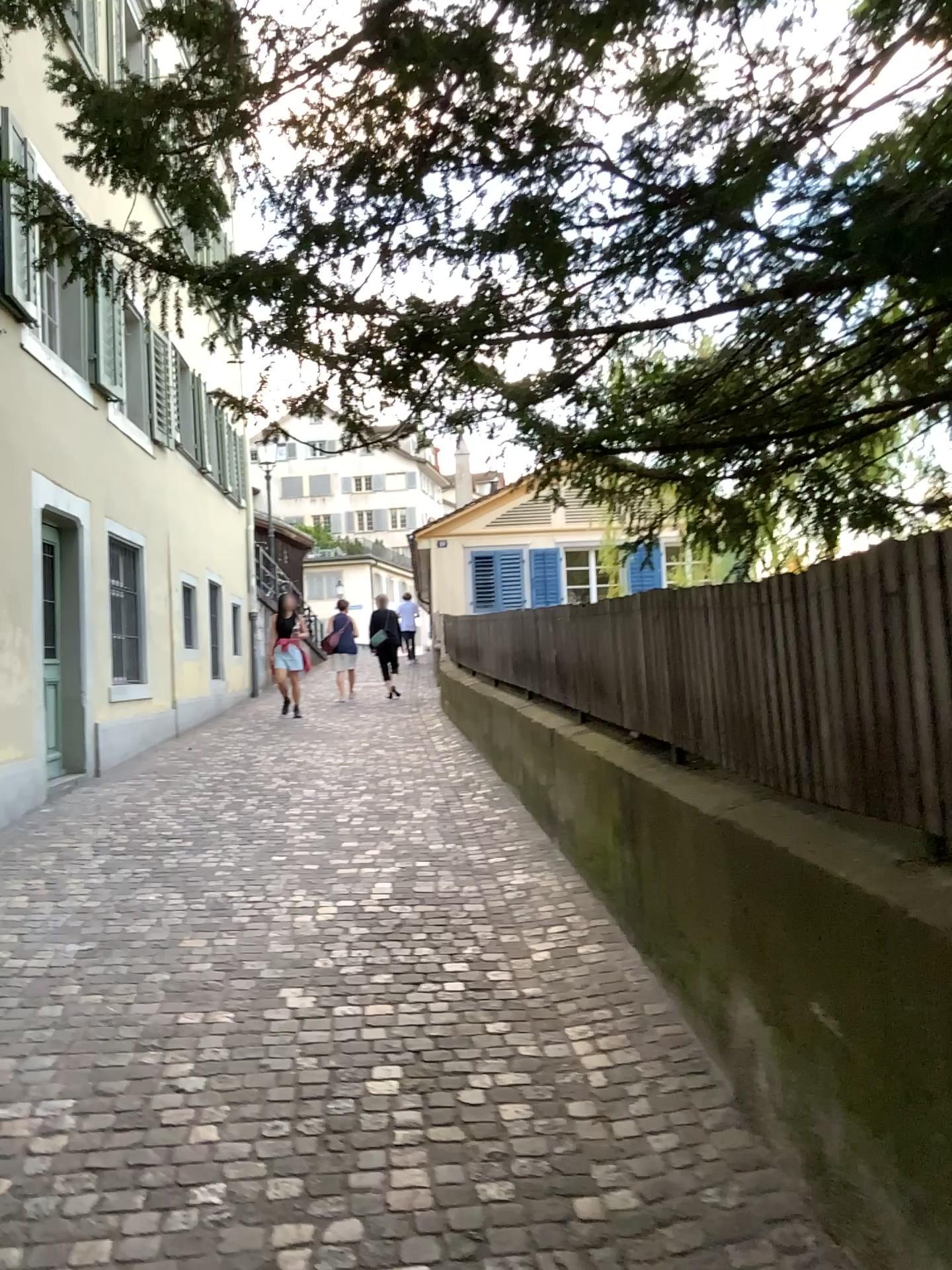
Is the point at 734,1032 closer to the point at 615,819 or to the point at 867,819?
the point at 867,819
